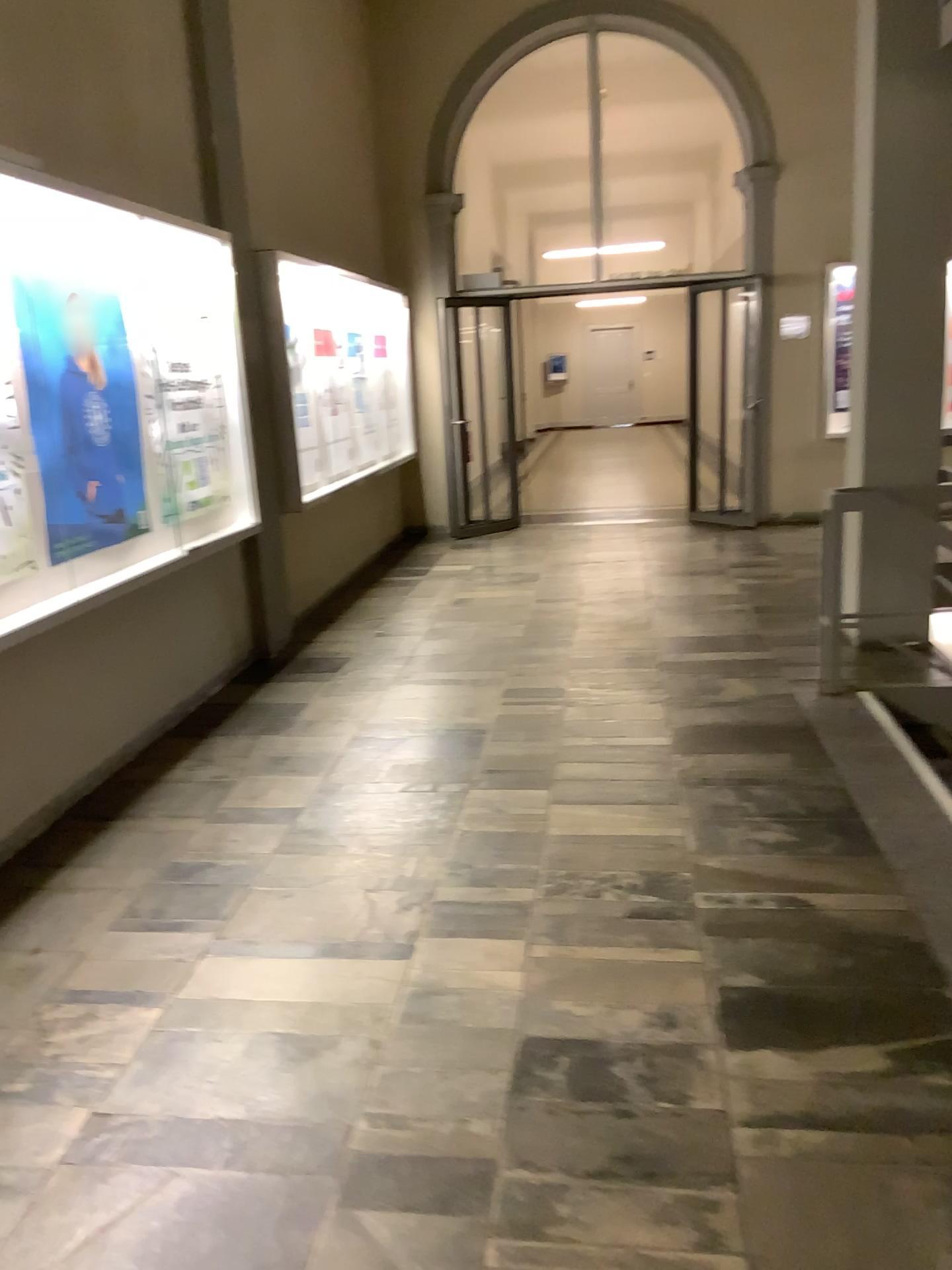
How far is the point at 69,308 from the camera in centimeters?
393cm

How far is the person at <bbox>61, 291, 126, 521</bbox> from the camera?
3.93m

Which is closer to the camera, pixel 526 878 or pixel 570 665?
pixel 526 878
